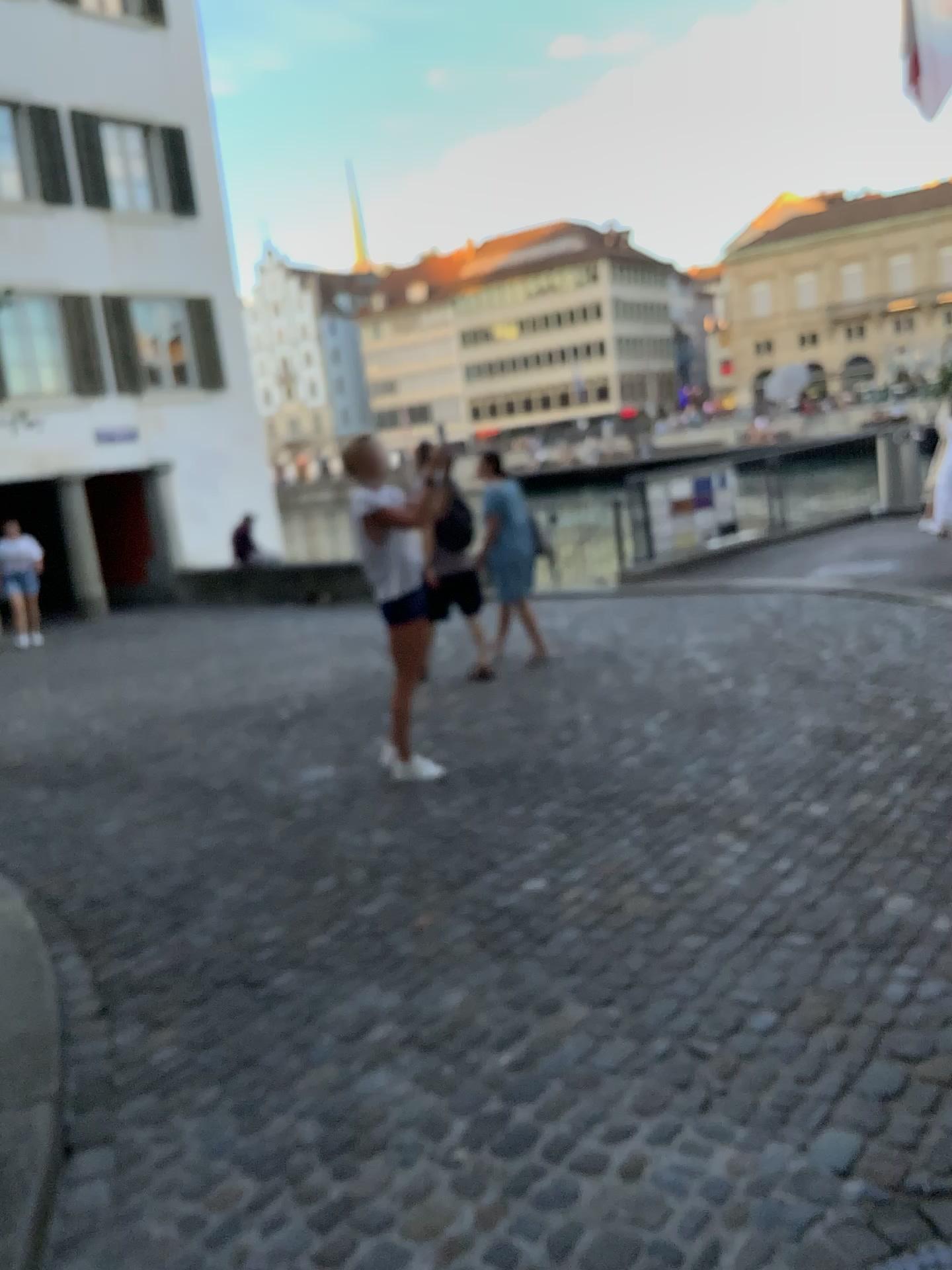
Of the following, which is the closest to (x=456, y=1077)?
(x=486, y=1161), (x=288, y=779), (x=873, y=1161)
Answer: (x=486, y=1161)
